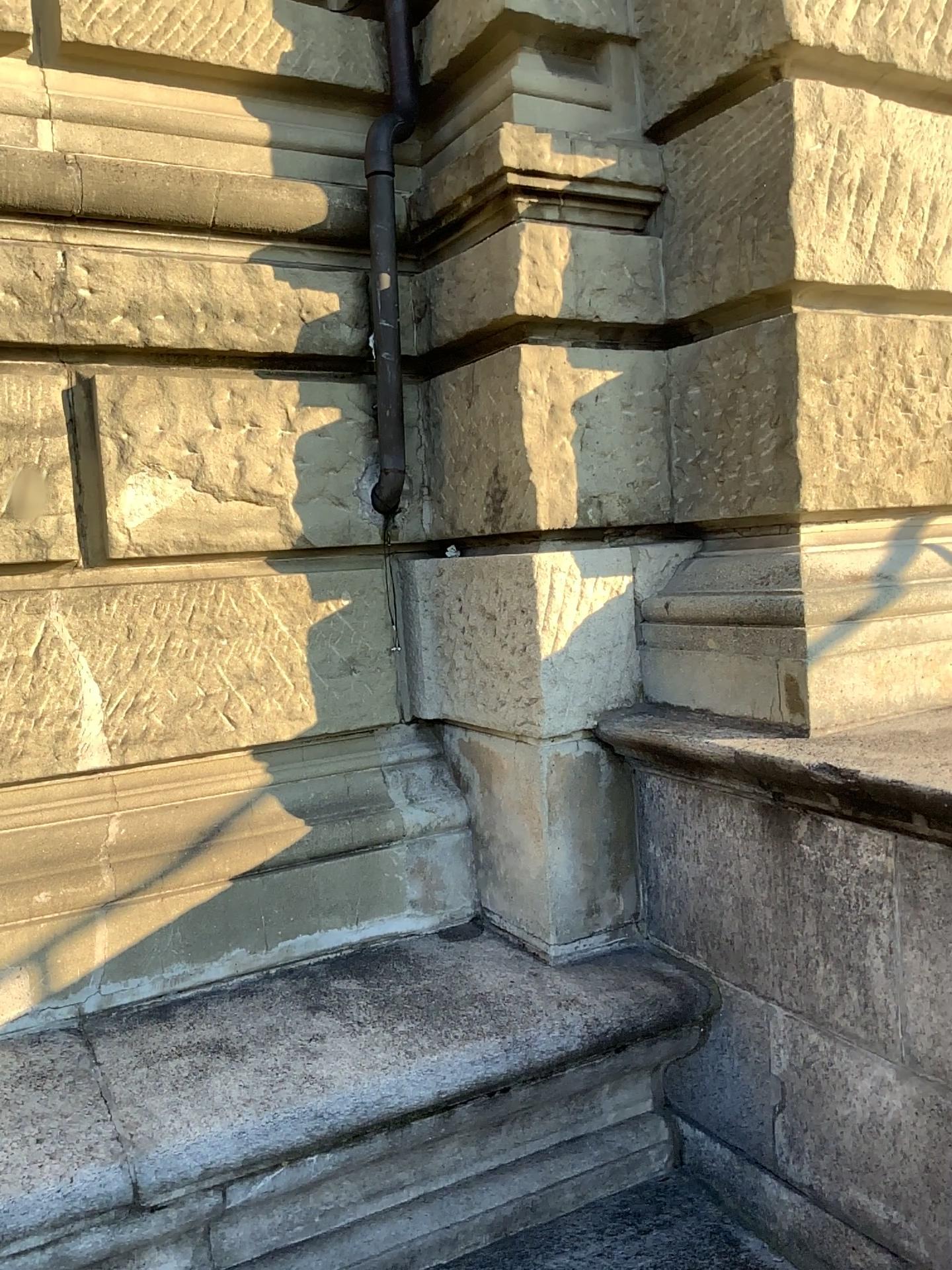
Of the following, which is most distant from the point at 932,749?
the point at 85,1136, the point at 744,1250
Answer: the point at 85,1136

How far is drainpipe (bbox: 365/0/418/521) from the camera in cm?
Result: 287

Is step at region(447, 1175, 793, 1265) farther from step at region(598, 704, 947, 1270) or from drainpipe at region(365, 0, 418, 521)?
drainpipe at region(365, 0, 418, 521)

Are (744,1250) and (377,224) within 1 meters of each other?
no

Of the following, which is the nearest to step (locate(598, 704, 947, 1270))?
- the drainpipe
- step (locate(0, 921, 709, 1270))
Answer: step (locate(0, 921, 709, 1270))

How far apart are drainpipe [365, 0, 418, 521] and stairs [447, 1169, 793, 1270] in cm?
183

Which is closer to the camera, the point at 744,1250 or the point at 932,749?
the point at 932,749

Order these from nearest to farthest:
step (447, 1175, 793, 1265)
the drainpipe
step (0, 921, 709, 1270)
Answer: step (0, 921, 709, 1270), step (447, 1175, 793, 1265), the drainpipe

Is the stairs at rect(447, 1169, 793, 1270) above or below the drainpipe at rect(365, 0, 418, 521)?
below

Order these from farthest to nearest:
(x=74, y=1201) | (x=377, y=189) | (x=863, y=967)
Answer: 1. (x=377, y=189)
2. (x=863, y=967)
3. (x=74, y=1201)
